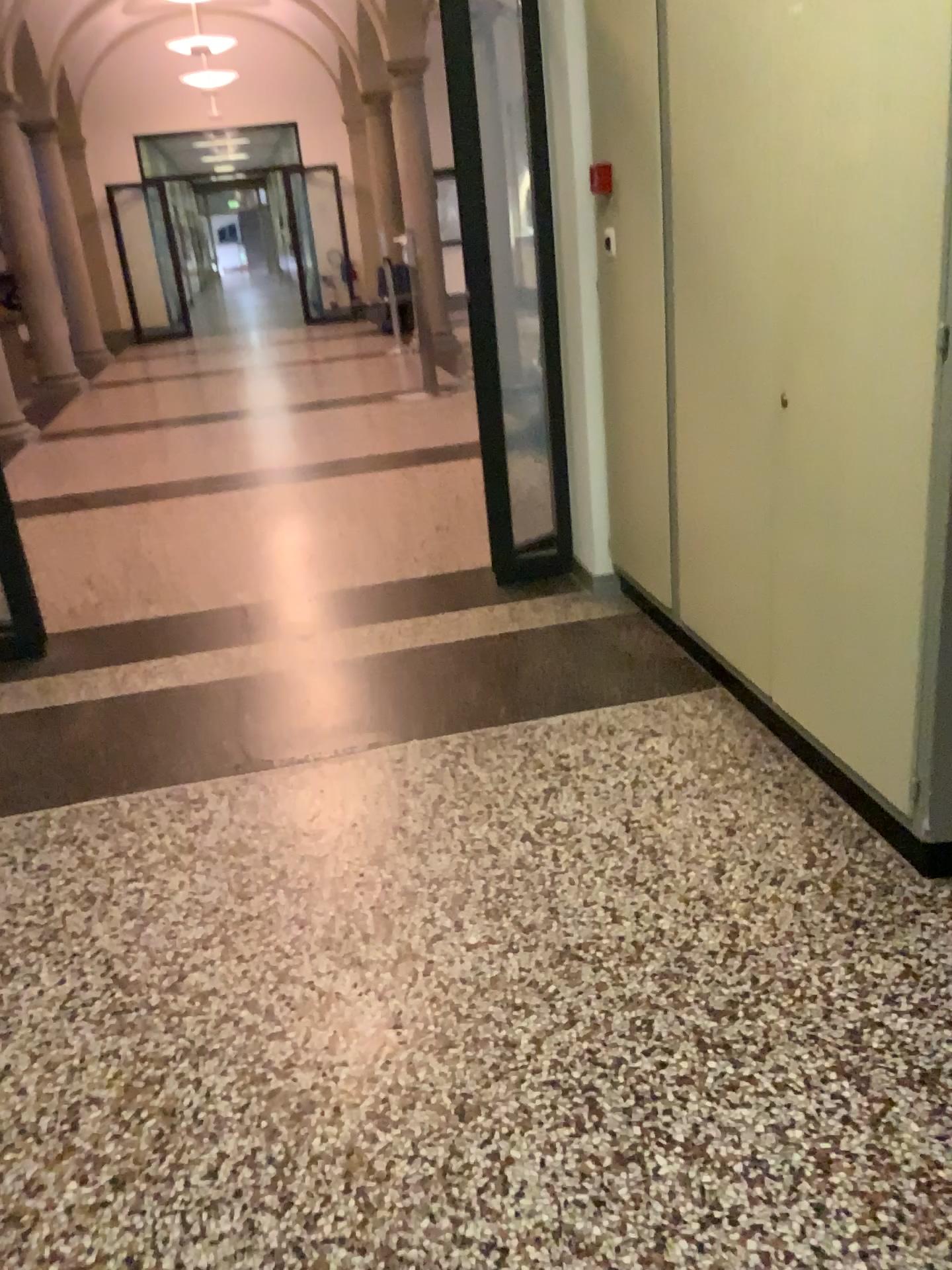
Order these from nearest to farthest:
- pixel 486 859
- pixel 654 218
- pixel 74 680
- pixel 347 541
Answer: pixel 486 859 < pixel 654 218 < pixel 74 680 < pixel 347 541
